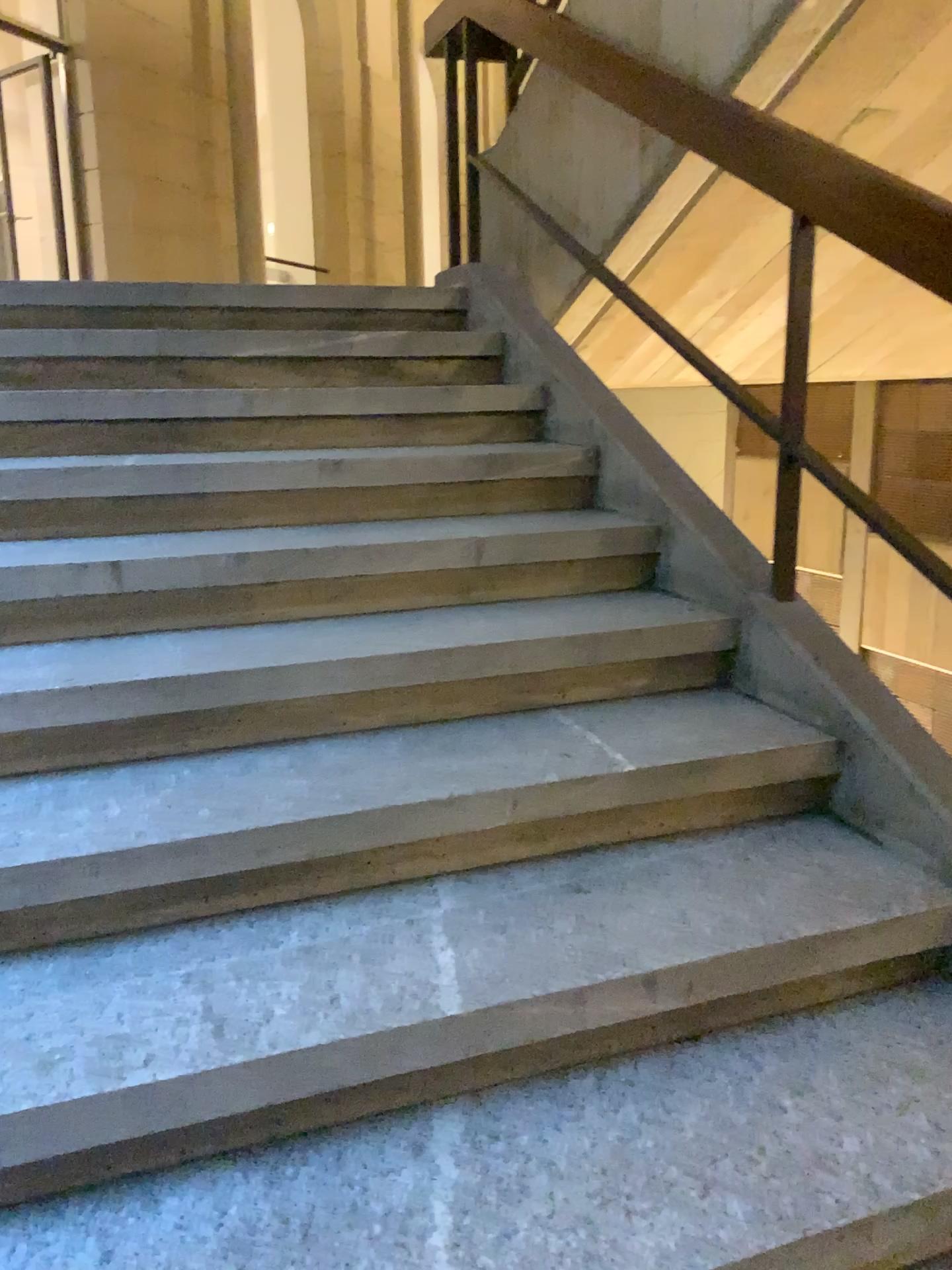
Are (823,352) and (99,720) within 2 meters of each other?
no

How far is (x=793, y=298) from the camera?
2.0 meters

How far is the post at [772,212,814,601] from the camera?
2.0 meters
